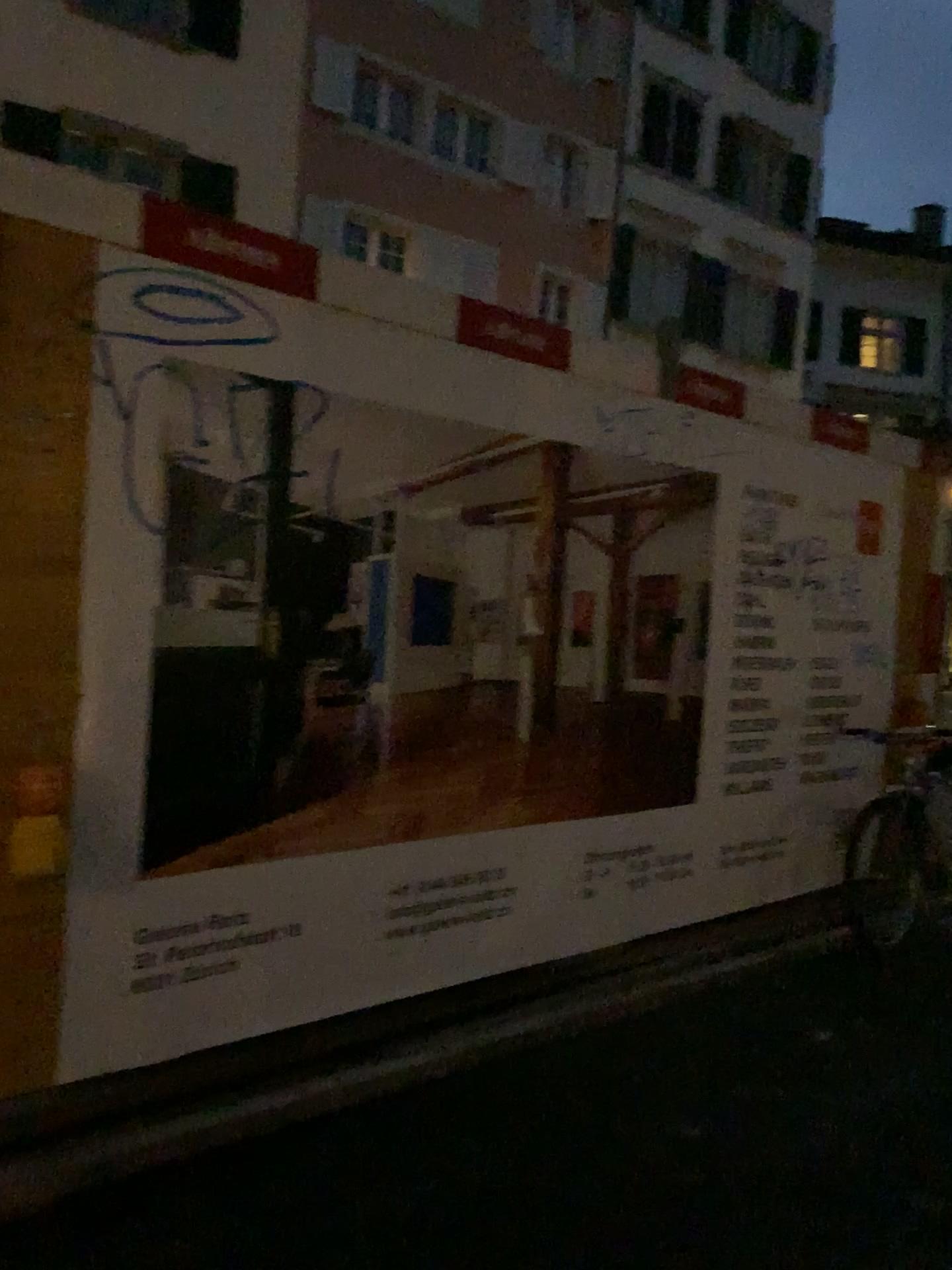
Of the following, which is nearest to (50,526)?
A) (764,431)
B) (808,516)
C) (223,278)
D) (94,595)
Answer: (94,595)
